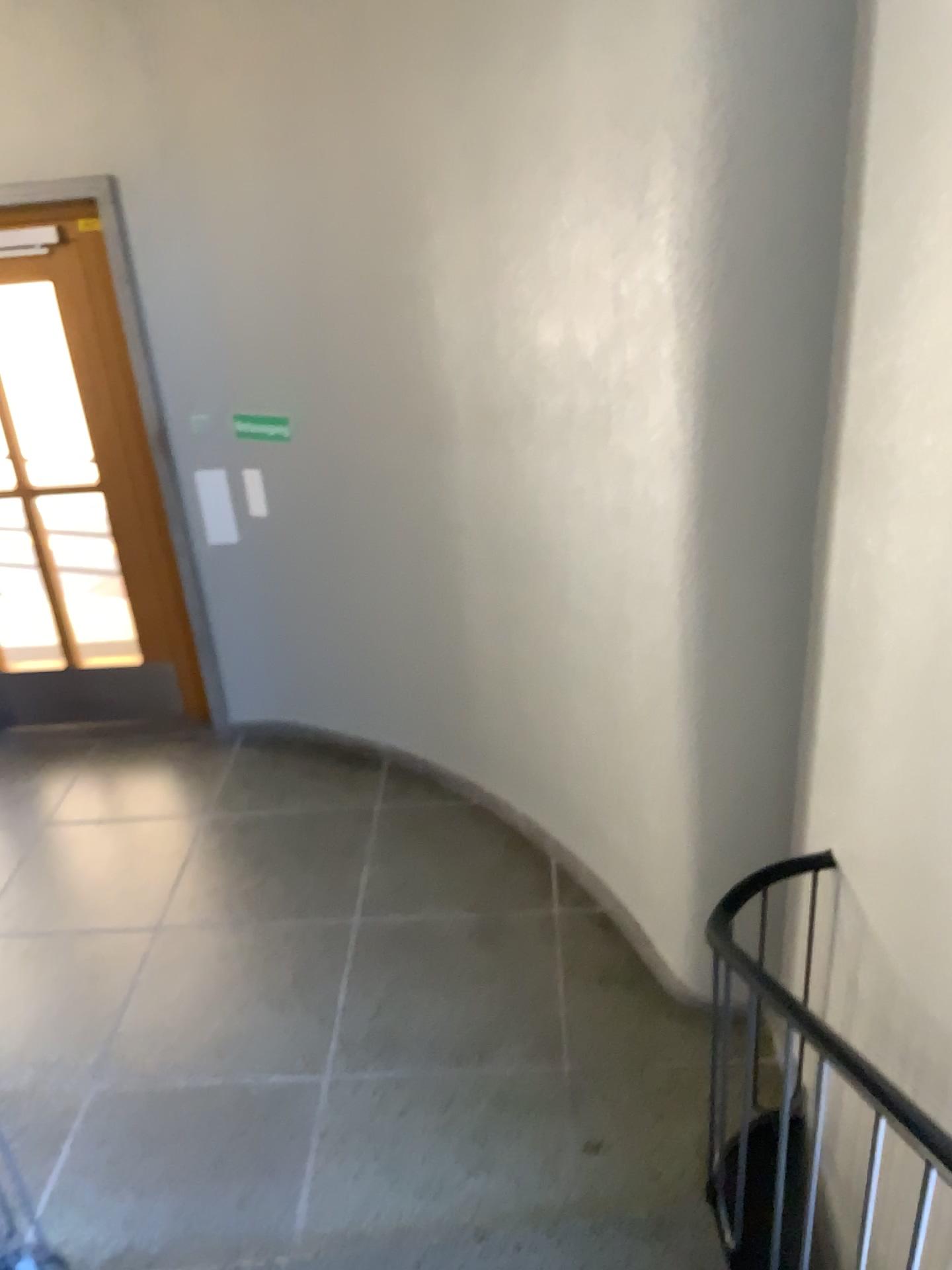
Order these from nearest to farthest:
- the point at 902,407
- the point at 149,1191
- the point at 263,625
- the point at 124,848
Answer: the point at 902,407 → the point at 149,1191 → the point at 124,848 → the point at 263,625
